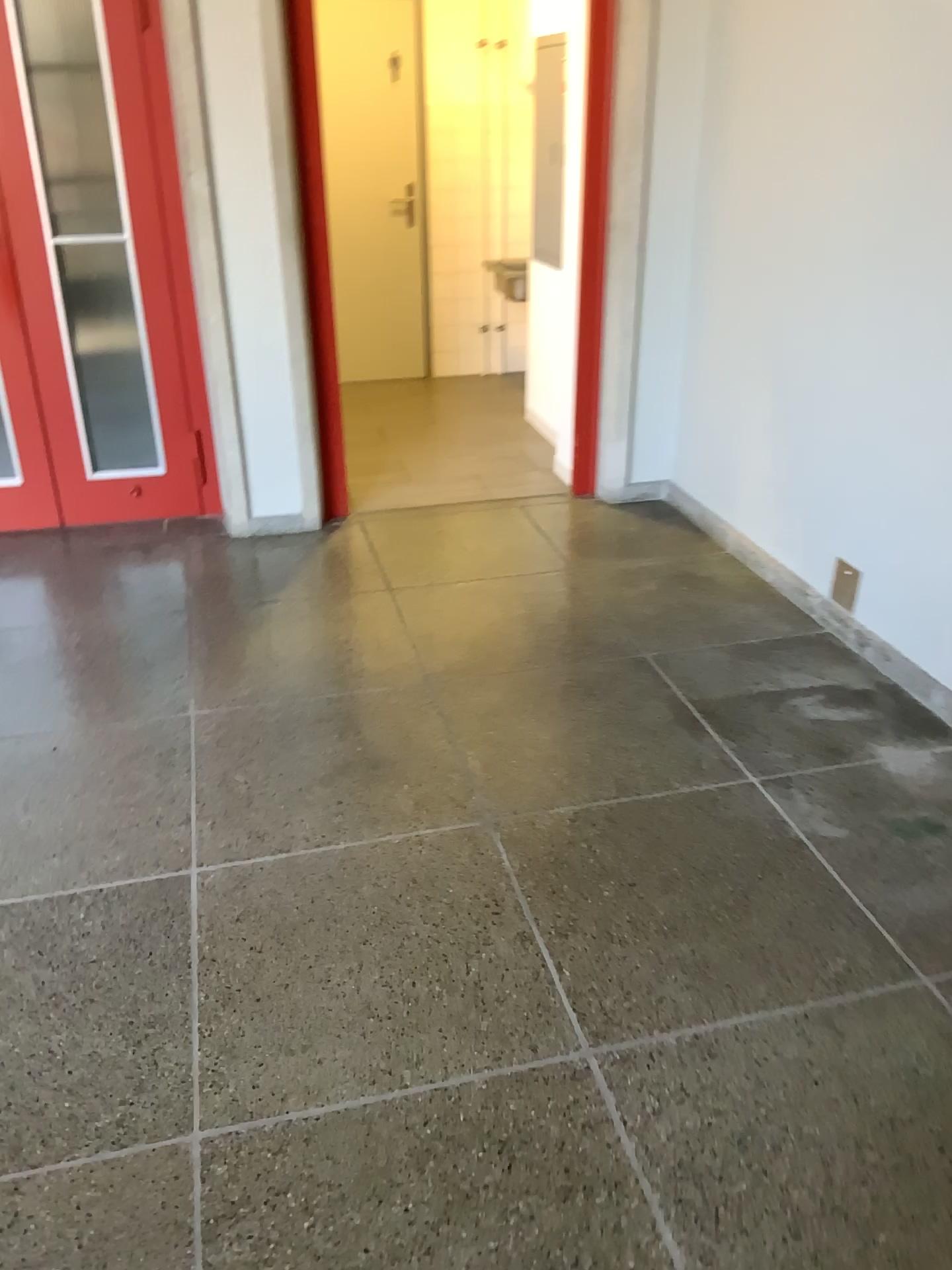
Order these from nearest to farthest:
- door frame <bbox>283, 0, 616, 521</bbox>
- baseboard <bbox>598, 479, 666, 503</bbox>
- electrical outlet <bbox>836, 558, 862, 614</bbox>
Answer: electrical outlet <bbox>836, 558, 862, 614</bbox> → door frame <bbox>283, 0, 616, 521</bbox> → baseboard <bbox>598, 479, 666, 503</bbox>

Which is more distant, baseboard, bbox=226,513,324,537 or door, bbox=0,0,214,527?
baseboard, bbox=226,513,324,537

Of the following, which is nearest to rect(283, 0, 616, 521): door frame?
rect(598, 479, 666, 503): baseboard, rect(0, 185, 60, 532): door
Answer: rect(598, 479, 666, 503): baseboard

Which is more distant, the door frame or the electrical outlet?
the door frame

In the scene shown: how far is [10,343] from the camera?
3.9m

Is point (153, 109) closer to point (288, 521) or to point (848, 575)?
point (288, 521)

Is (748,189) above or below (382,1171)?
above

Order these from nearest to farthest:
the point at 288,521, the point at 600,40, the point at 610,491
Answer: the point at 600,40 < the point at 288,521 < the point at 610,491

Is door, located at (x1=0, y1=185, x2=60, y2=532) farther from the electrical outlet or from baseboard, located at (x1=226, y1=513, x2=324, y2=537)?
the electrical outlet

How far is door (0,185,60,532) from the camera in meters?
3.9 m
